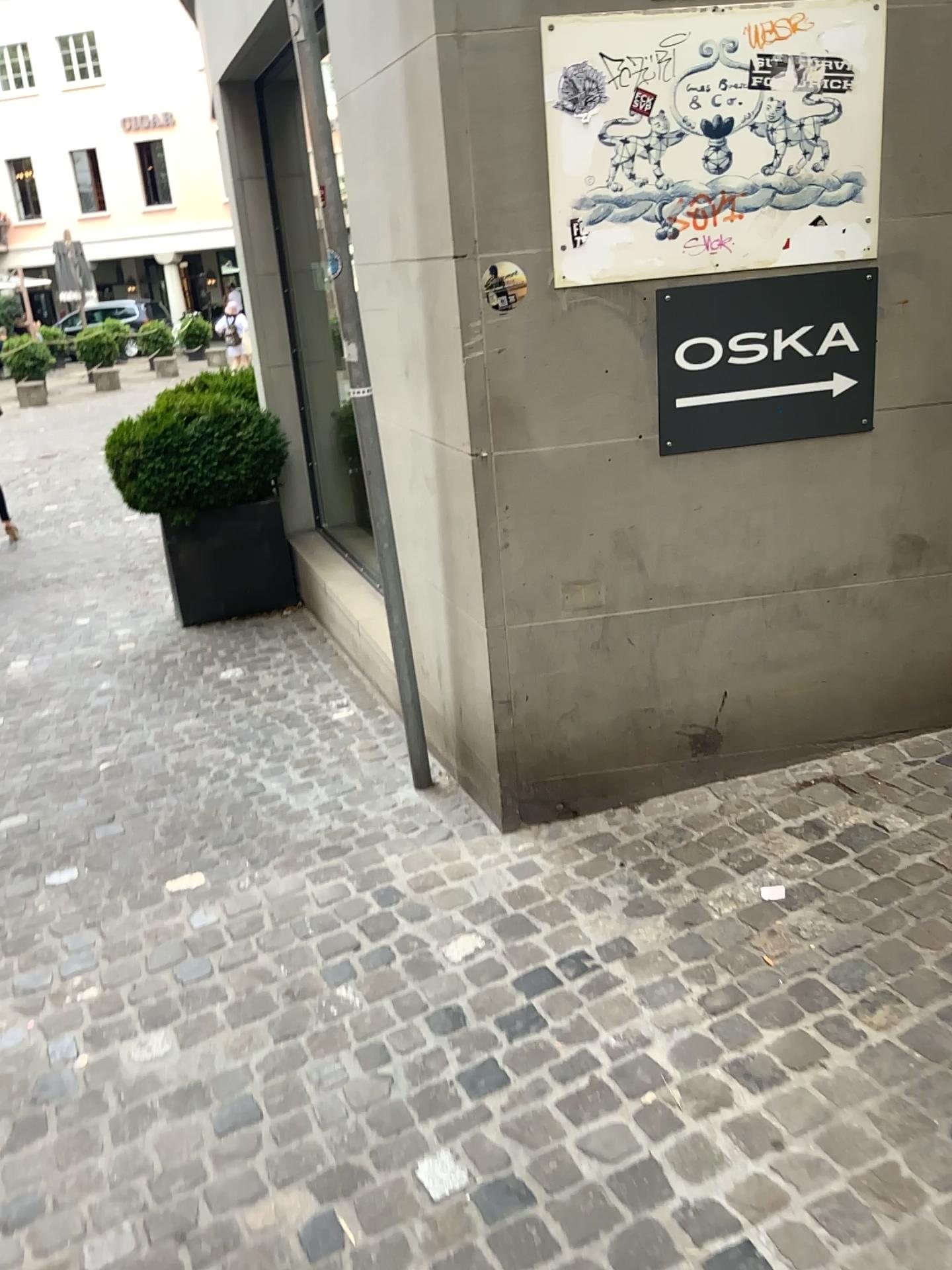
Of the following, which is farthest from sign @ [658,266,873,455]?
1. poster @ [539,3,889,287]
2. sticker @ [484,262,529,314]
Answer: sticker @ [484,262,529,314]

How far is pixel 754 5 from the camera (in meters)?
2.38

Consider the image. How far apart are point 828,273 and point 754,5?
0.62m

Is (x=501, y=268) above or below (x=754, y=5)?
below

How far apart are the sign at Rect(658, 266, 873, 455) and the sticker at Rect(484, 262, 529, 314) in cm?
36

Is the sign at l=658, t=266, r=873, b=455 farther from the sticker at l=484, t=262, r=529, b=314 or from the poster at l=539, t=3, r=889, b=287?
the sticker at l=484, t=262, r=529, b=314

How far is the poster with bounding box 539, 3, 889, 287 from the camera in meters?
2.4

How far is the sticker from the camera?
2.5 meters

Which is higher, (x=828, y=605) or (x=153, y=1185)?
(x=828, y=605)

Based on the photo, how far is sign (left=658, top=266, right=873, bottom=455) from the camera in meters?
2.6 m
